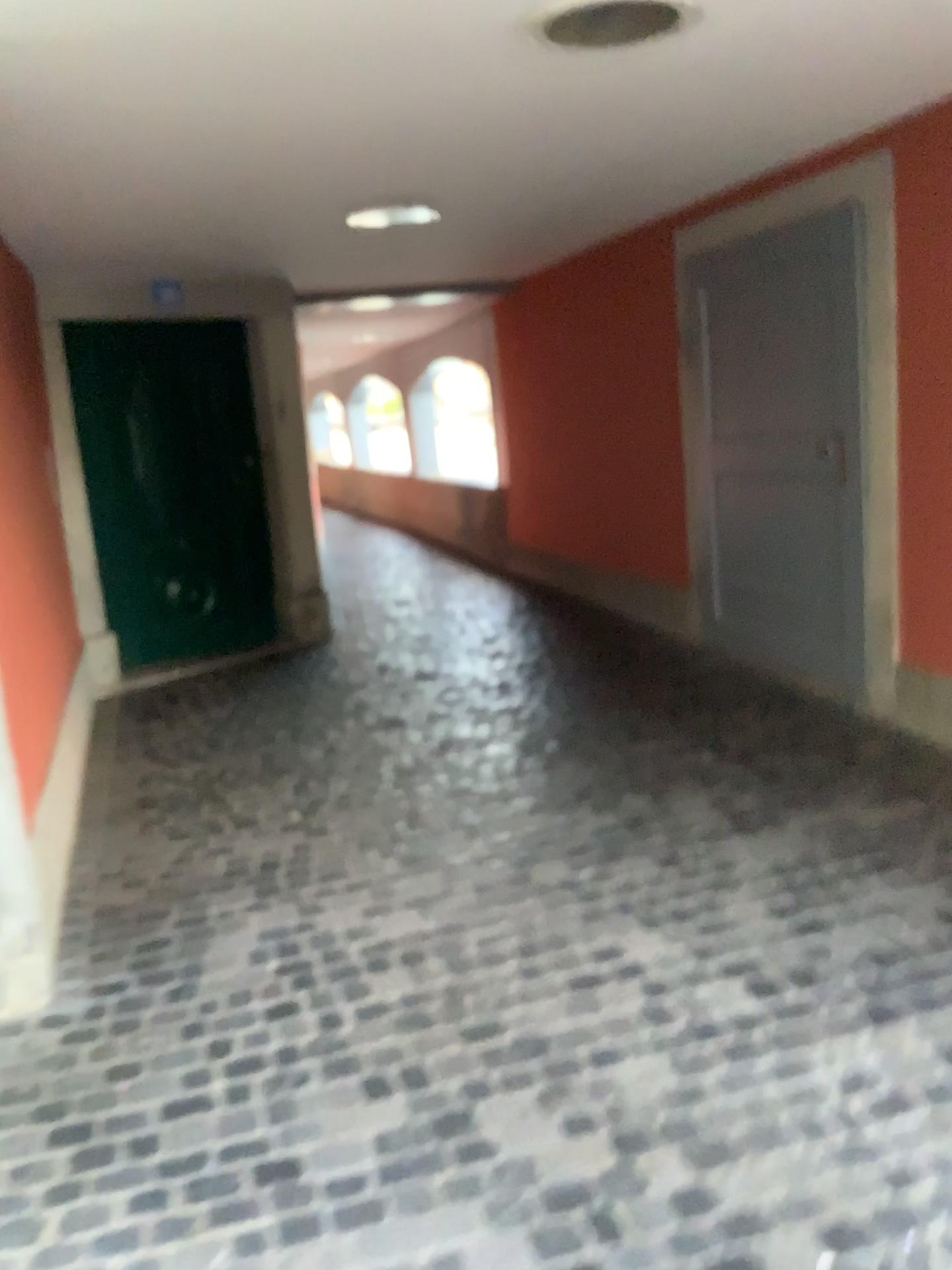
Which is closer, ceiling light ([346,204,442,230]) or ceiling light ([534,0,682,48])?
ceiling light ([534,0,682,48])

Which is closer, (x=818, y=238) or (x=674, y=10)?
(x=674, y=10)

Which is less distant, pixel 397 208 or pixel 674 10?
pixel 674 10

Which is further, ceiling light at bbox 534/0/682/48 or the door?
the door

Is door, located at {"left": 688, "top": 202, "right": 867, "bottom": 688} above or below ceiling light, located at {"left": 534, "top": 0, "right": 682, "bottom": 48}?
below

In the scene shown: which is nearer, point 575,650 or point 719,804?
point 719,804

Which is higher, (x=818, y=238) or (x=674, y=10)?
(x=674, y=10)
